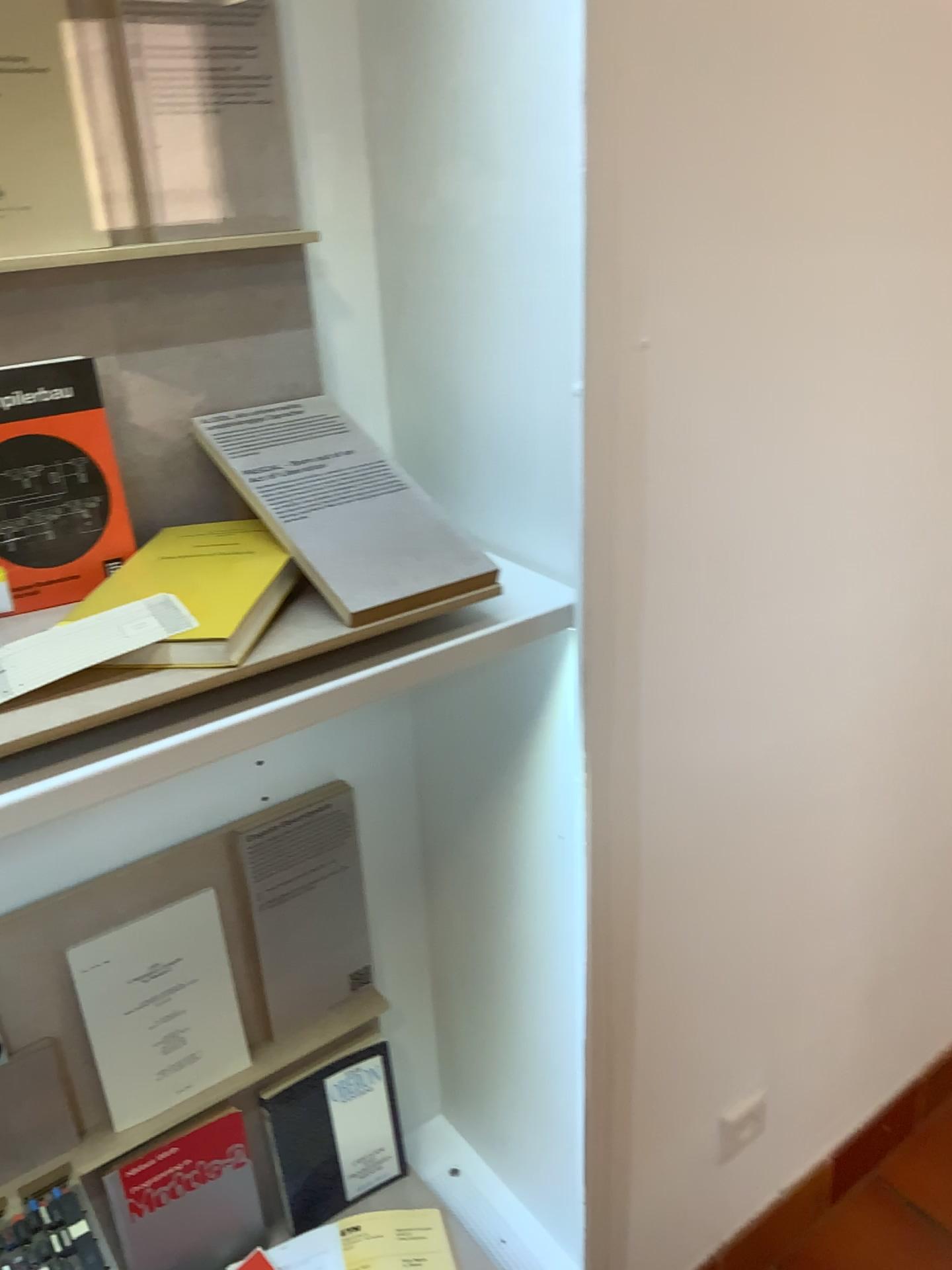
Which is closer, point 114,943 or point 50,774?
point 50,774

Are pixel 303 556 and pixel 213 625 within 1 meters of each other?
yes

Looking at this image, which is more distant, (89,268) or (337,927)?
(337,927)

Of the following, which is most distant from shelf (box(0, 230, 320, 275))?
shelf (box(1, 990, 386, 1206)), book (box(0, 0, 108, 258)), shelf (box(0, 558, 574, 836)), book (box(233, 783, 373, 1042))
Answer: shelf (box(1, 990, 386, 1206))

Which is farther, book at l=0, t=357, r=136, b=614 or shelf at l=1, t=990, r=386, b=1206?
shelf at l=1, t=990, r=386, b=1206

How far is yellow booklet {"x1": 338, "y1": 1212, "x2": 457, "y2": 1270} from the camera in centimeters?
135cm

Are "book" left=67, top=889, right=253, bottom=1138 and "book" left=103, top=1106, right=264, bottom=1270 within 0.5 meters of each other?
yes

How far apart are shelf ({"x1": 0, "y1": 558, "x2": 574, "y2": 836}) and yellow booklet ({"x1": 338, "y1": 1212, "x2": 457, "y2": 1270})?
0.9m

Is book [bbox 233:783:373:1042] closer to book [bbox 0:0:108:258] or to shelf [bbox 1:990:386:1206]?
shelf [bbox 1:990:386:1206]

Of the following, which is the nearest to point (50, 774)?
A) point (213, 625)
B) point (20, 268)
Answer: point (213, 625)
